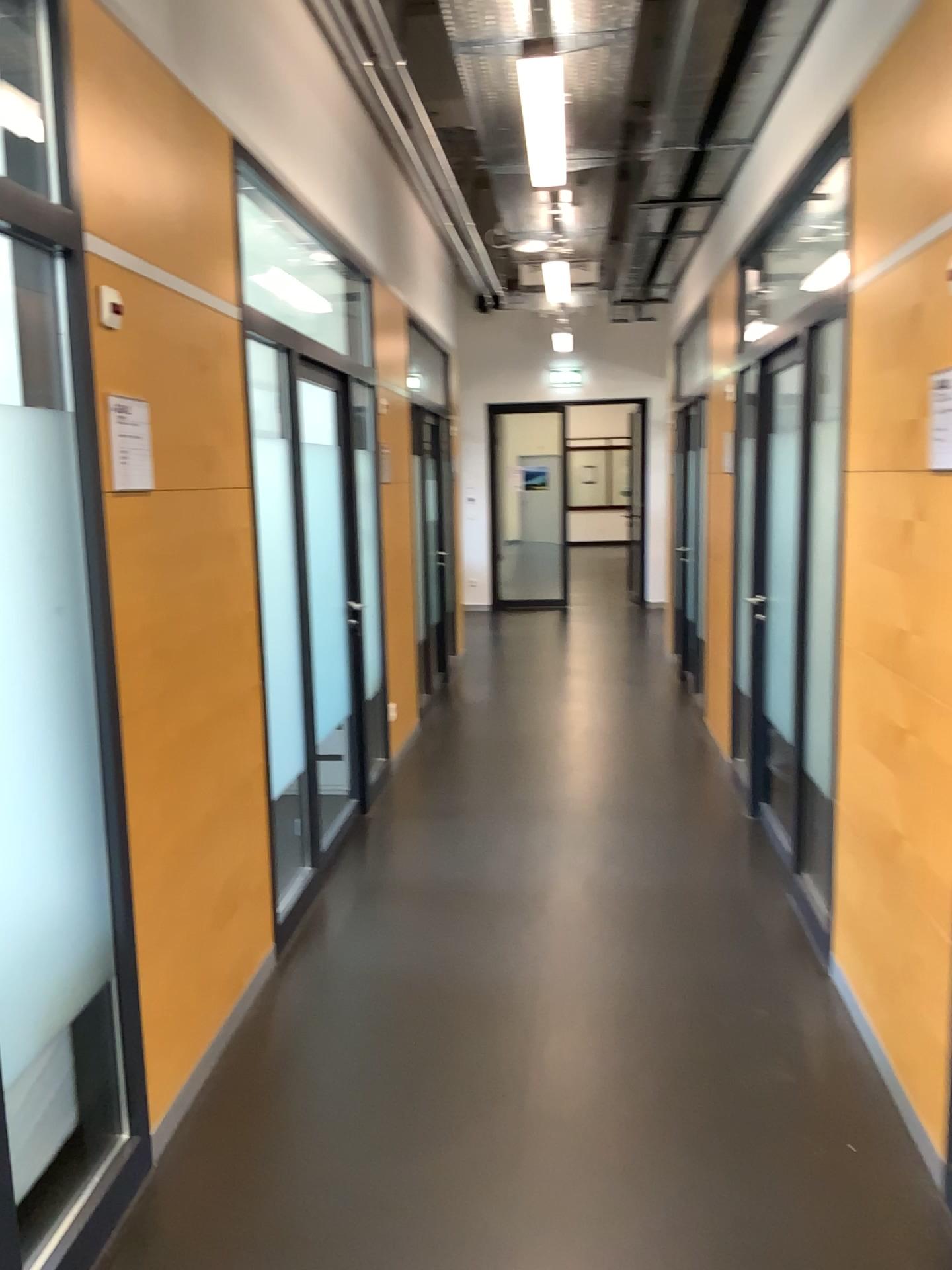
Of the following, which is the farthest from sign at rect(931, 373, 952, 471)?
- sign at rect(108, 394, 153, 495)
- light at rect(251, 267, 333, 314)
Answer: light at rect(251, 267, 333, 314)

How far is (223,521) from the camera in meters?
3.0 m

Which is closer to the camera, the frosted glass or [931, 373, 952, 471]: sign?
the frosted glass

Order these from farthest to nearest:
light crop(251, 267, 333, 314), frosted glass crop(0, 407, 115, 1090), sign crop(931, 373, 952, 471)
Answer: light crop(251, 267, 333, 314)
sign crop(931, 373, 952, 471)
frosted glass crop(0, 407, 115, 1090)

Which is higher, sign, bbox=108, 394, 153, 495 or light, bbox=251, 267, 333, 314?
light, bbox=251, 267, 333, 314

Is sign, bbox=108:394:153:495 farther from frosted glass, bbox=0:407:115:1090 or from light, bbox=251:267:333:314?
light, bbox=251:267:333:314

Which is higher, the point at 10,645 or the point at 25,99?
the point at 25,99

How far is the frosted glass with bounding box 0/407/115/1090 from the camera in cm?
192

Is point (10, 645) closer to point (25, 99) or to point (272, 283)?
point (25, 99)

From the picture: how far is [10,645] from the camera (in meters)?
1.92
